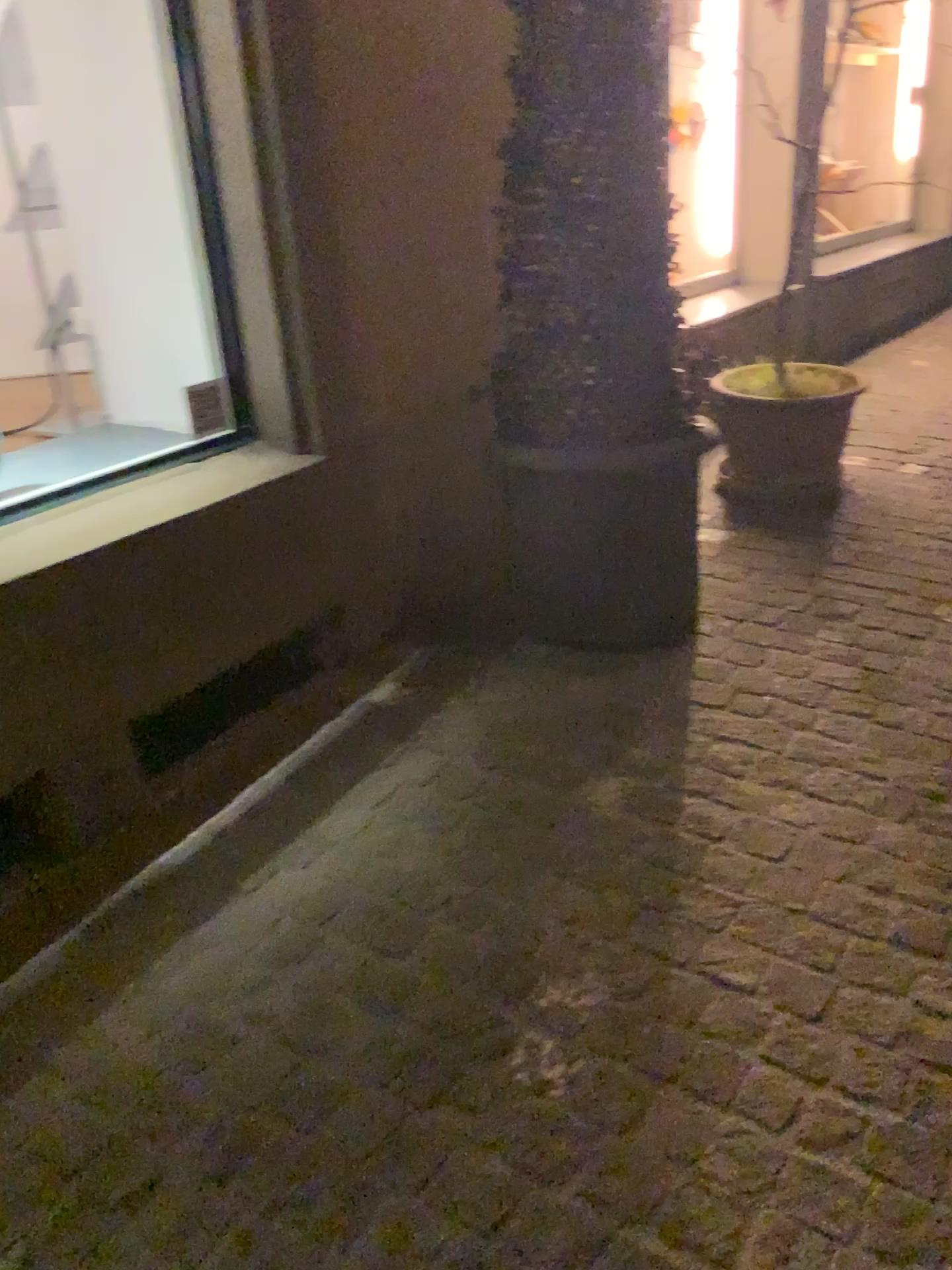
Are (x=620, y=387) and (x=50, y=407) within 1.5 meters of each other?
no

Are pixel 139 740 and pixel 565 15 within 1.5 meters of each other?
no

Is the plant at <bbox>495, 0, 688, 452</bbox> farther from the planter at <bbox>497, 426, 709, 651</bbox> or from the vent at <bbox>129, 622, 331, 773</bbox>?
the vent at <bbox>129, 622, 331, 773</bbox>

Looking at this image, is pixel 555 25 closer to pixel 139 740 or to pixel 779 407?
pixel 779 407

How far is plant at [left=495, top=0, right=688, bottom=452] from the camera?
2.3m

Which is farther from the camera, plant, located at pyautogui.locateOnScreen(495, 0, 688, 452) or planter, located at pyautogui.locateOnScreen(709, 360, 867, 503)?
planter, located at pyautogui.locateOnScreen(709, 360, 867, 503)

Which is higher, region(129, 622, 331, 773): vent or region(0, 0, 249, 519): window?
region(0, 0, 249, 519): window

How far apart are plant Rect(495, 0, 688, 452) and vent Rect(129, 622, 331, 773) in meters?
0.7

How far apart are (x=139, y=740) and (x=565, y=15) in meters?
1.8 m

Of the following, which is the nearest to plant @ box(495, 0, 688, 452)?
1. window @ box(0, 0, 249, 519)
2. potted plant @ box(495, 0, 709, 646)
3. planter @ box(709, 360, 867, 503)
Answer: potted plant @ box(495, 0, 709, 646)
